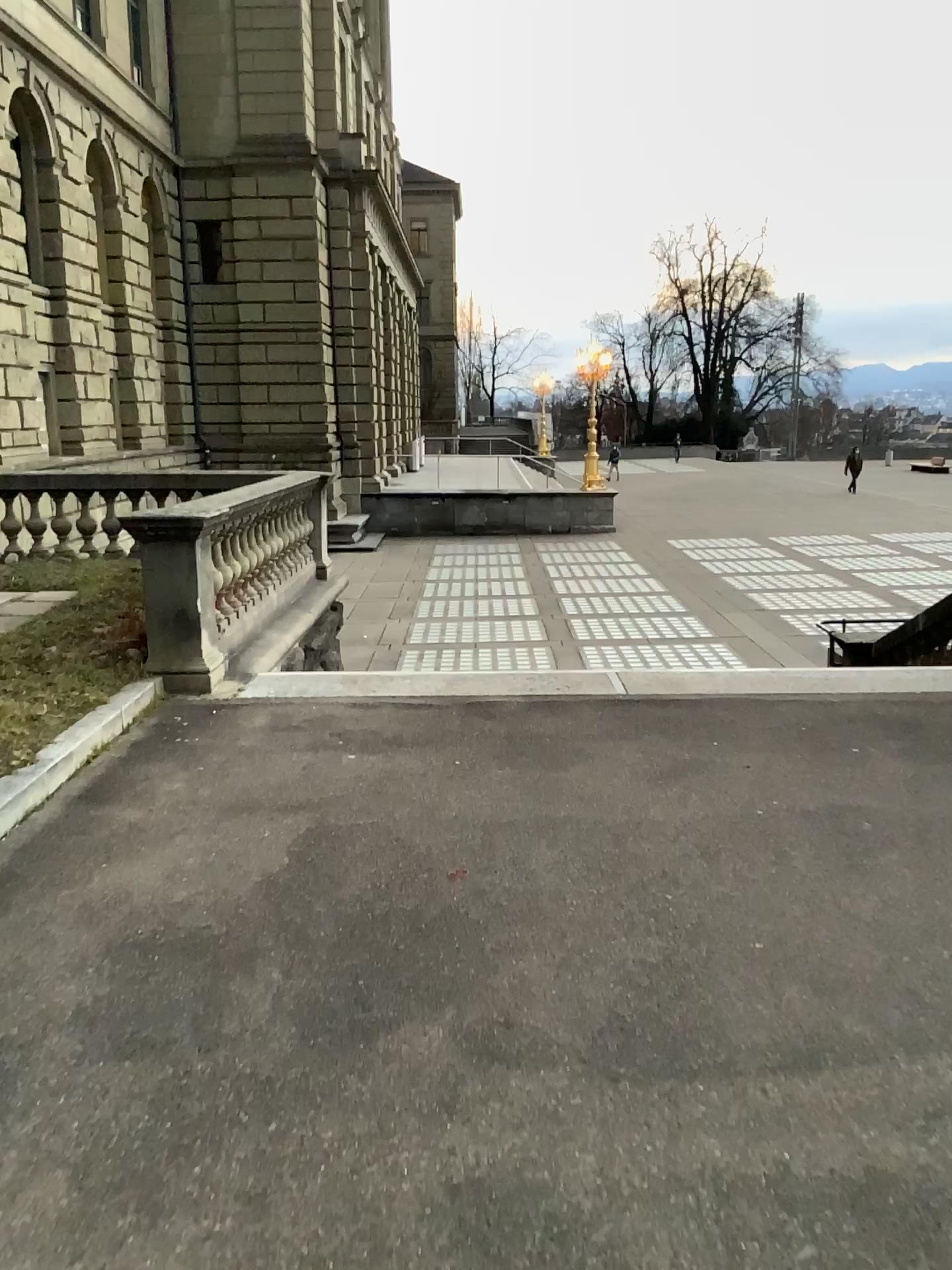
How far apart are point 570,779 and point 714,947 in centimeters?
158cm
